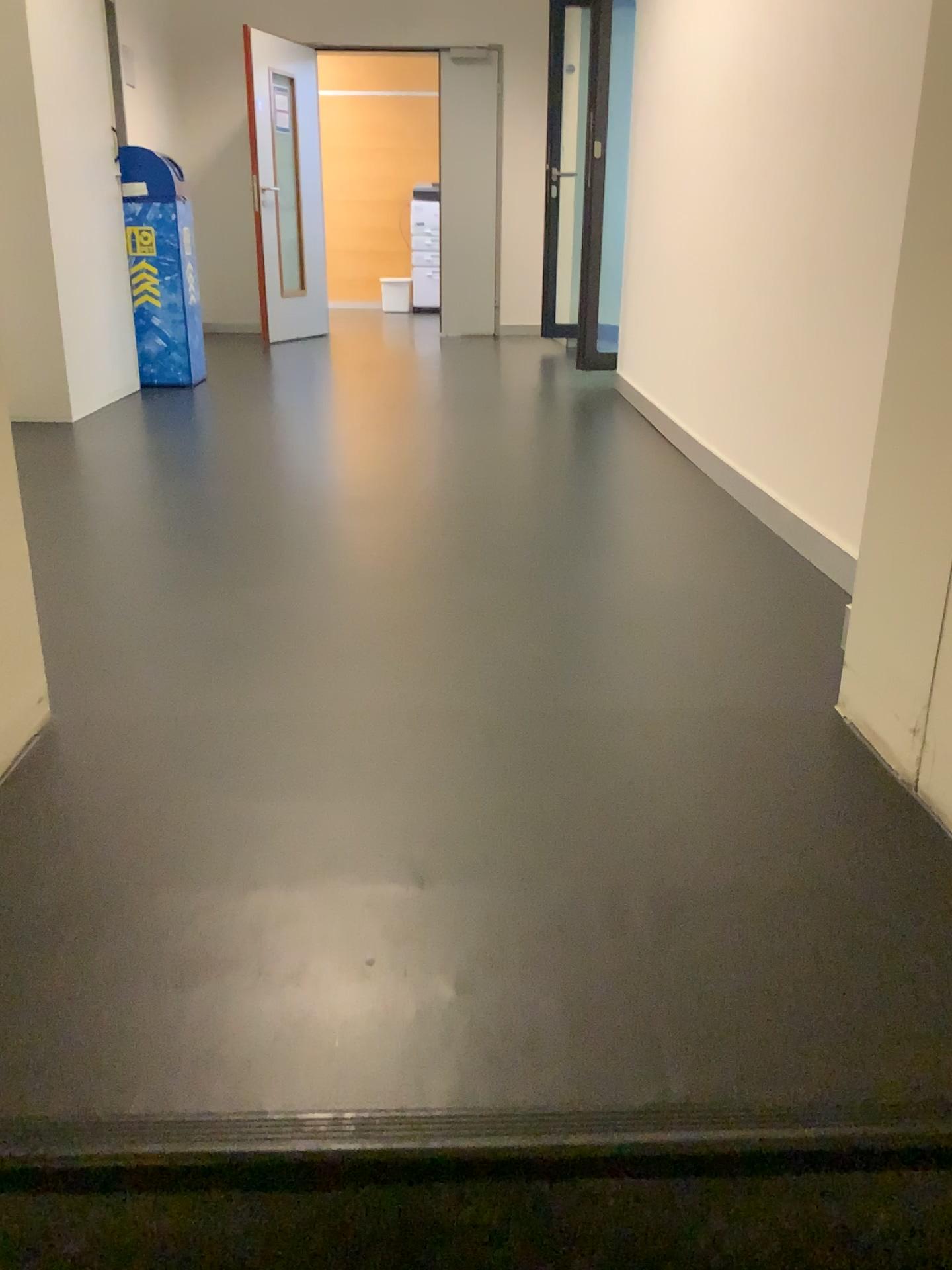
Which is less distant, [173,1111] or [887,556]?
[173,1111]

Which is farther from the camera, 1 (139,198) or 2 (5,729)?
1 (139,198)

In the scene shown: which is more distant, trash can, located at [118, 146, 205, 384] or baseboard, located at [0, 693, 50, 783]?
trash can, located at [118, 146, 205, 384]

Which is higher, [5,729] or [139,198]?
[139,198]
